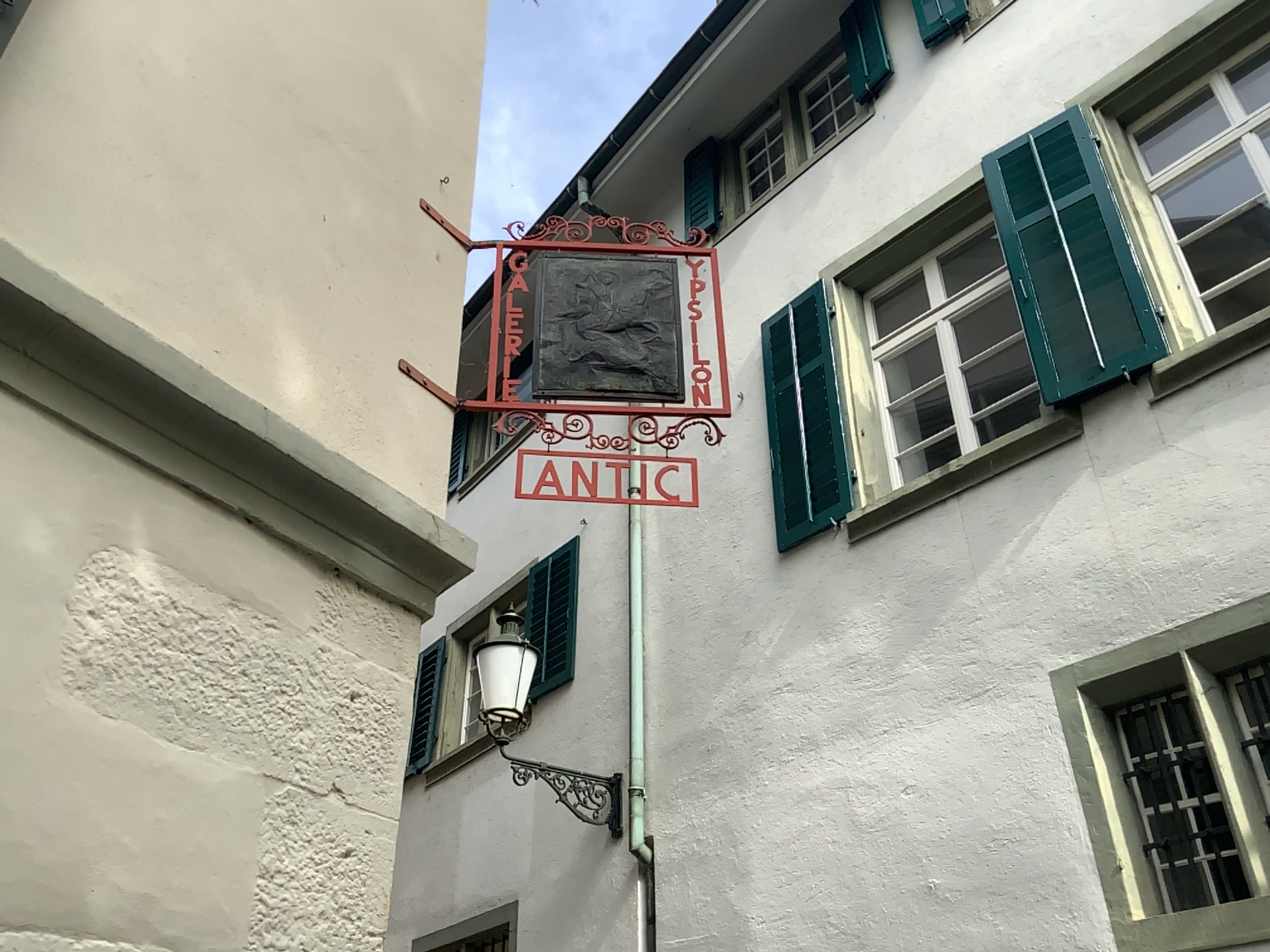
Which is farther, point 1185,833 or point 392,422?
point 1185,833
